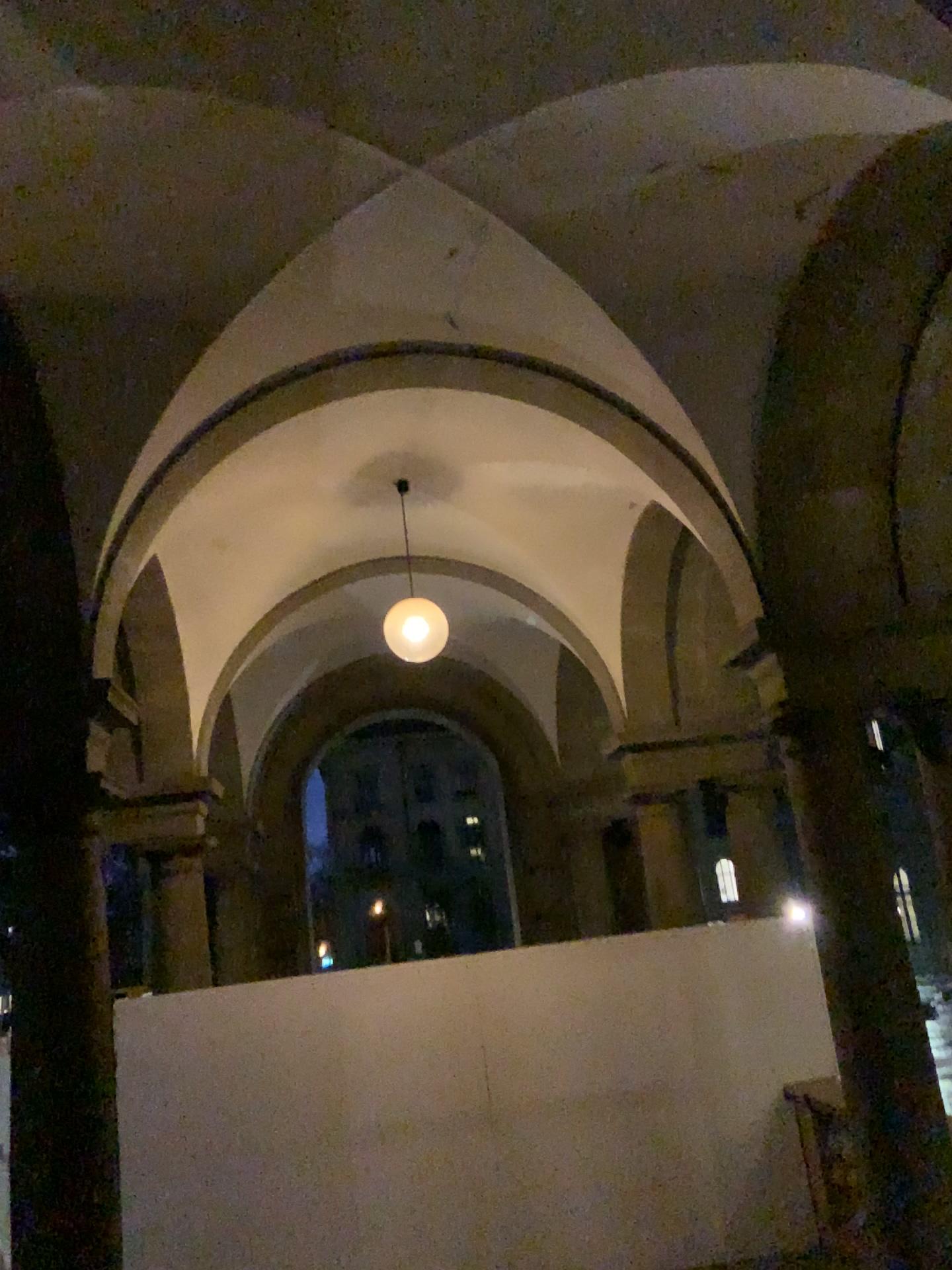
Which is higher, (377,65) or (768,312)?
(377,65)
